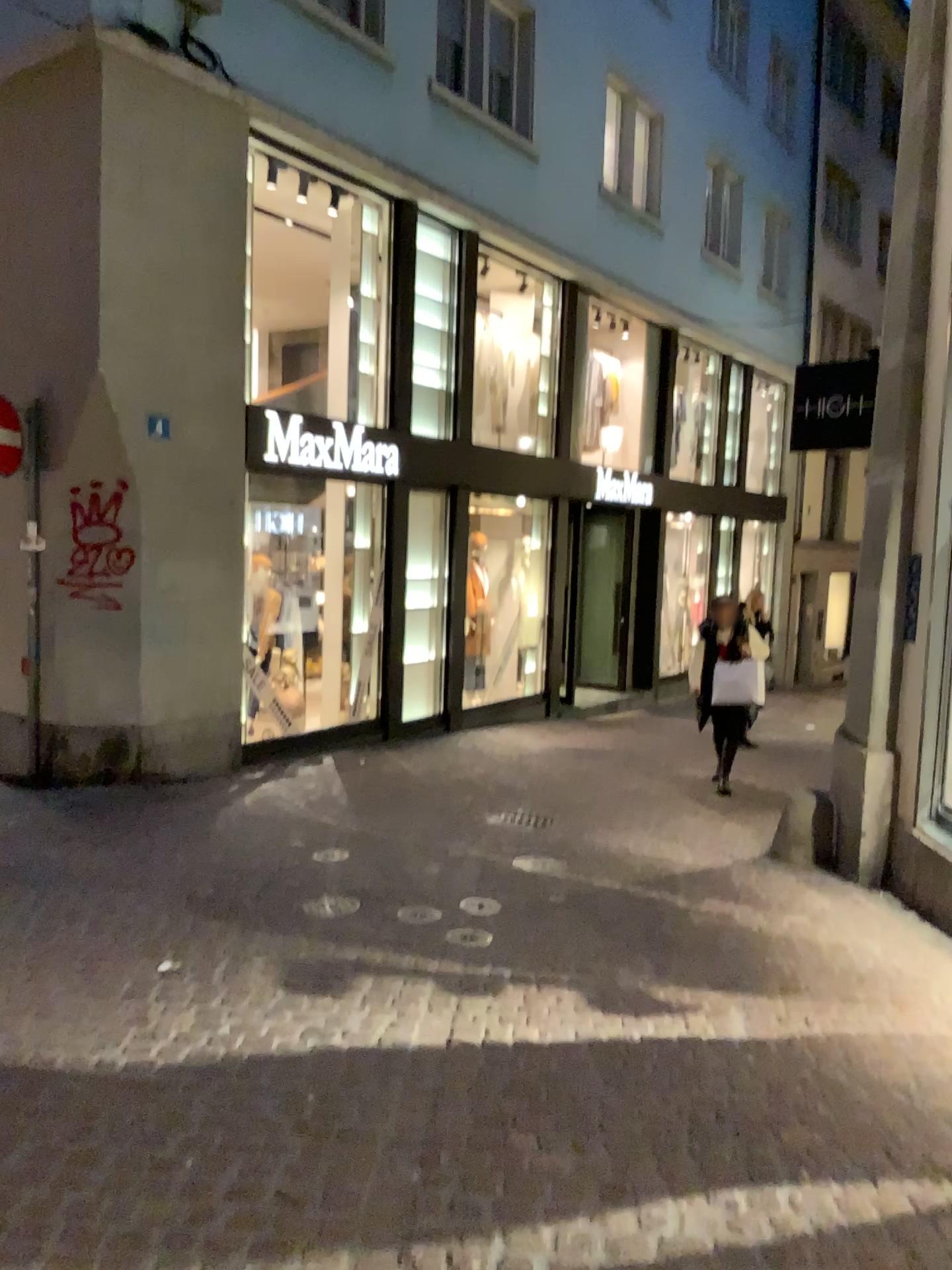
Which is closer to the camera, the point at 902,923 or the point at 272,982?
the point at 272,982
